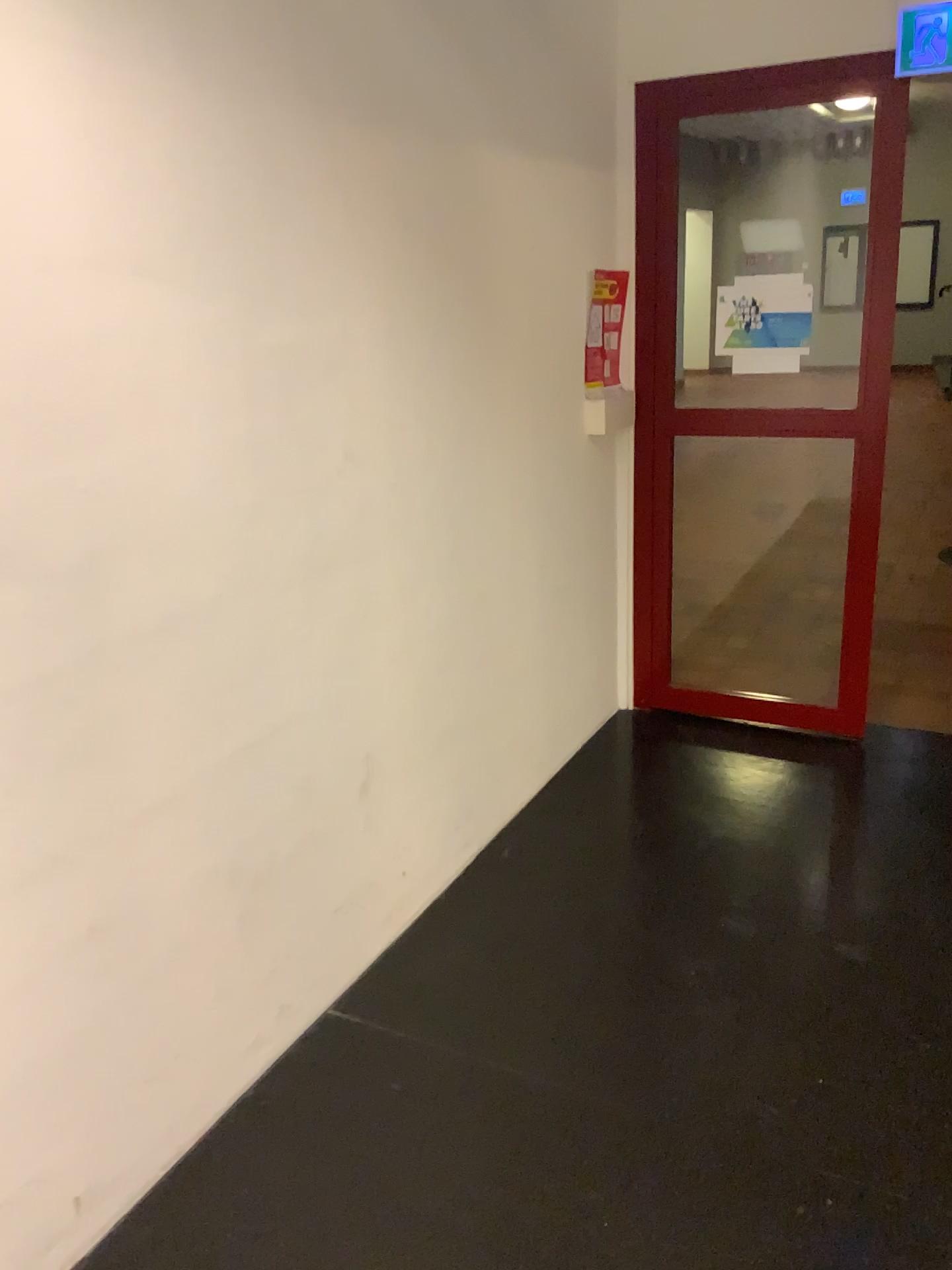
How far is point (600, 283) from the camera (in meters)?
3.34

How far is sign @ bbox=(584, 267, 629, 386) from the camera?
3.3 meters

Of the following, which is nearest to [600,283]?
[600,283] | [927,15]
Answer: [600,283]

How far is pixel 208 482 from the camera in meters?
1.9

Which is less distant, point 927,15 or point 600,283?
point 927,15

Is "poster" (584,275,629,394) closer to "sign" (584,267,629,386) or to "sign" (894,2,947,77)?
"sign" (584,267,629,386)

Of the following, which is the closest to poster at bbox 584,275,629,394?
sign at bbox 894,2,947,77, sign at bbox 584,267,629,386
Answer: sign at bbox 584,267,629,386

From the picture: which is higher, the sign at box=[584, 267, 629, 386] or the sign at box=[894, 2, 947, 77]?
the sign at box=[894, 2, 947, 77]

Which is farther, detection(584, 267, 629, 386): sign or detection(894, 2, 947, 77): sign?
detection(584, 267, 629, 386): sign
